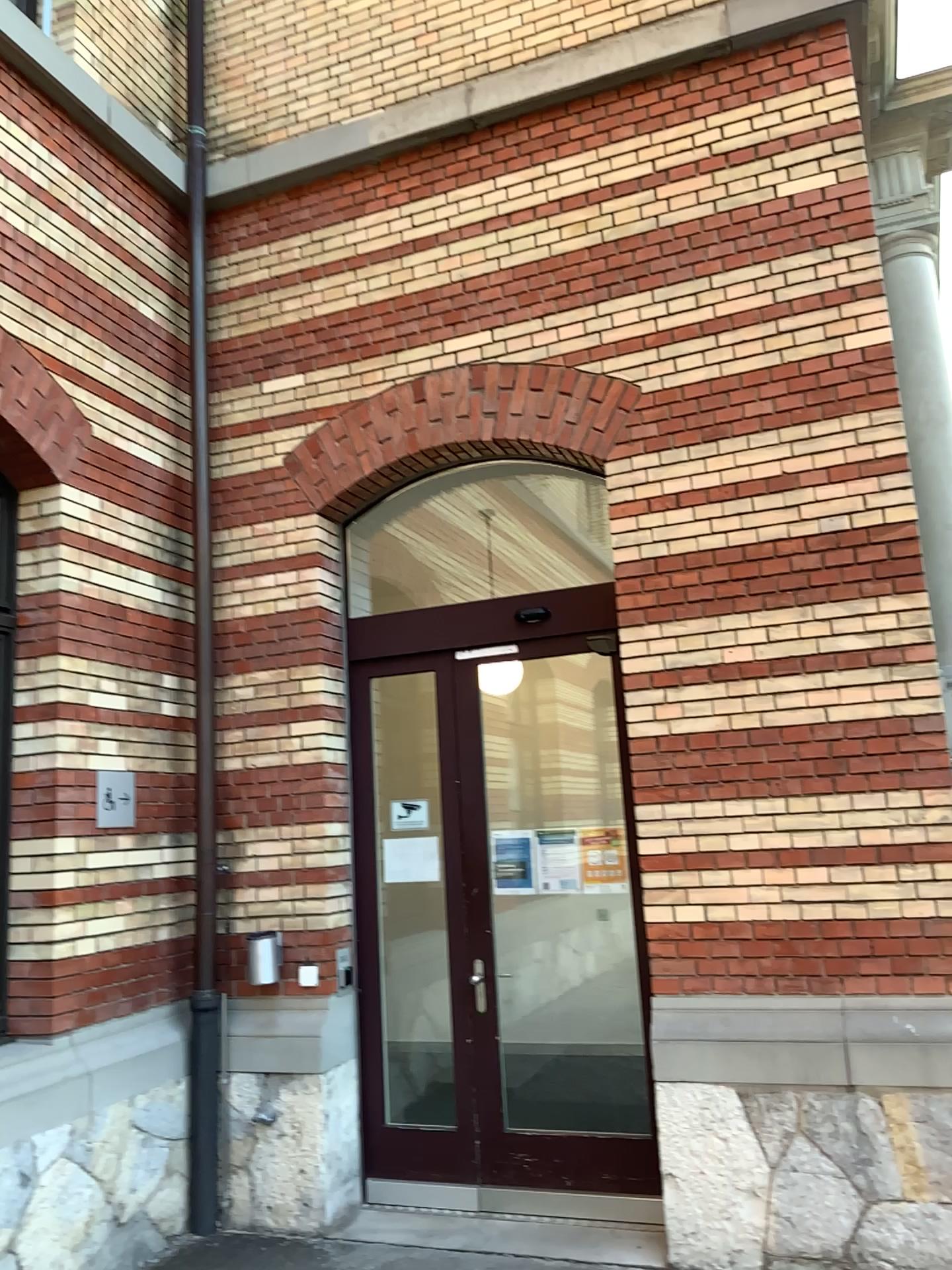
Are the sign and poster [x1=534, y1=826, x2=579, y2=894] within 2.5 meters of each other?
yes

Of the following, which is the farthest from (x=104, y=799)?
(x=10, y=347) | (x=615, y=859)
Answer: (x=615, y=859)

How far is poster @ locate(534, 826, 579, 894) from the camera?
4.94m

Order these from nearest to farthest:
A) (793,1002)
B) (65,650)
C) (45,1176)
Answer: (45,1176), (793,1002), (65,650)

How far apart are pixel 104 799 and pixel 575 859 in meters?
2.2

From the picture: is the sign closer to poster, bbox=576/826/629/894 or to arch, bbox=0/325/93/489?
arch, bbox=0/325/93/489

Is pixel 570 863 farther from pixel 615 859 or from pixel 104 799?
pixel 104 799

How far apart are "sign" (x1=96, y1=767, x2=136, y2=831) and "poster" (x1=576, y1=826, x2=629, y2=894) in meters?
Answer: 2.1

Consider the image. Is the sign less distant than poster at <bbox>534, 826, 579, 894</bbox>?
Yes

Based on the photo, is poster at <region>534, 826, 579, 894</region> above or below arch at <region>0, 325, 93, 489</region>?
below
